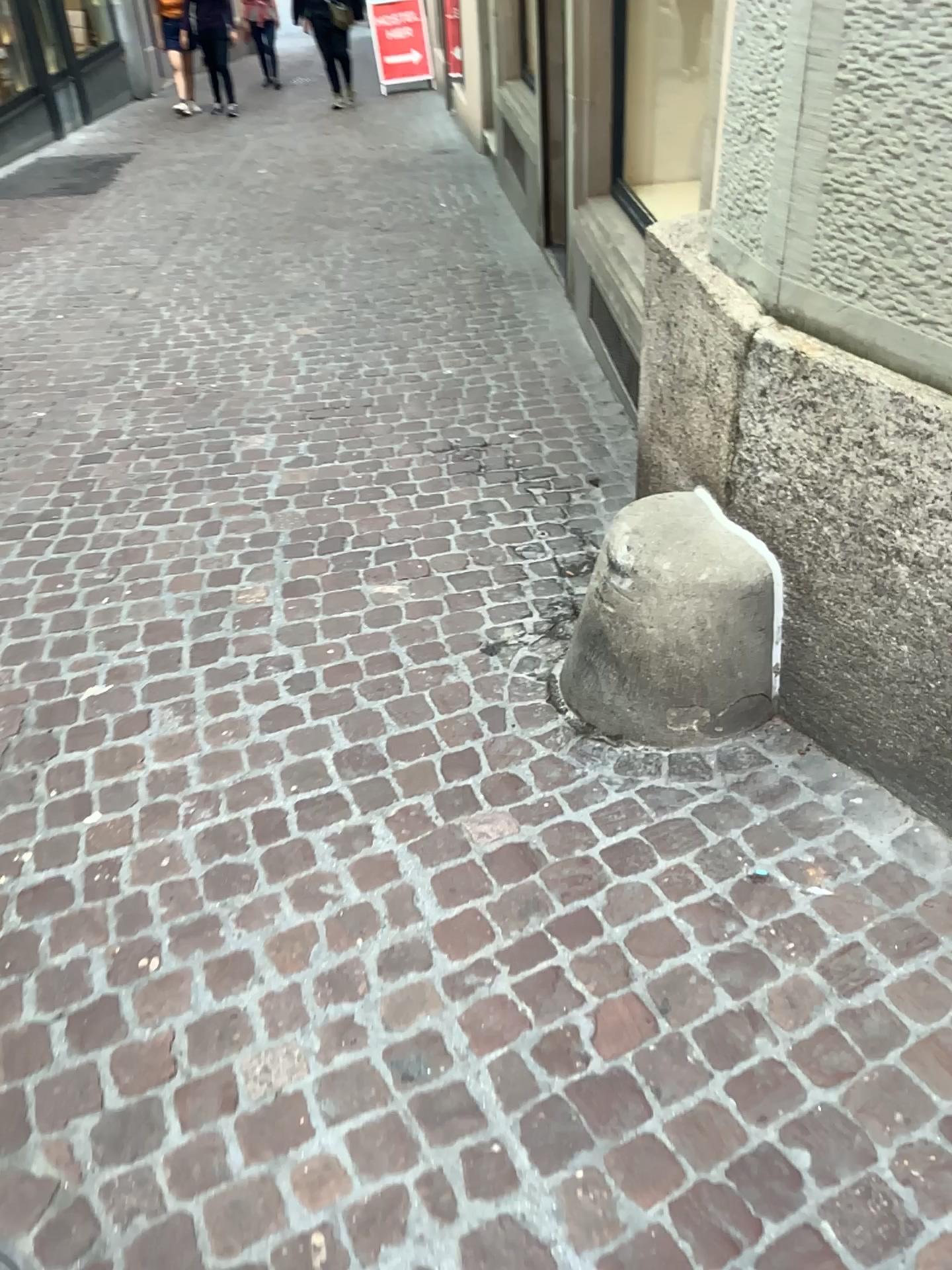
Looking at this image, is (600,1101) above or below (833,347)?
below
